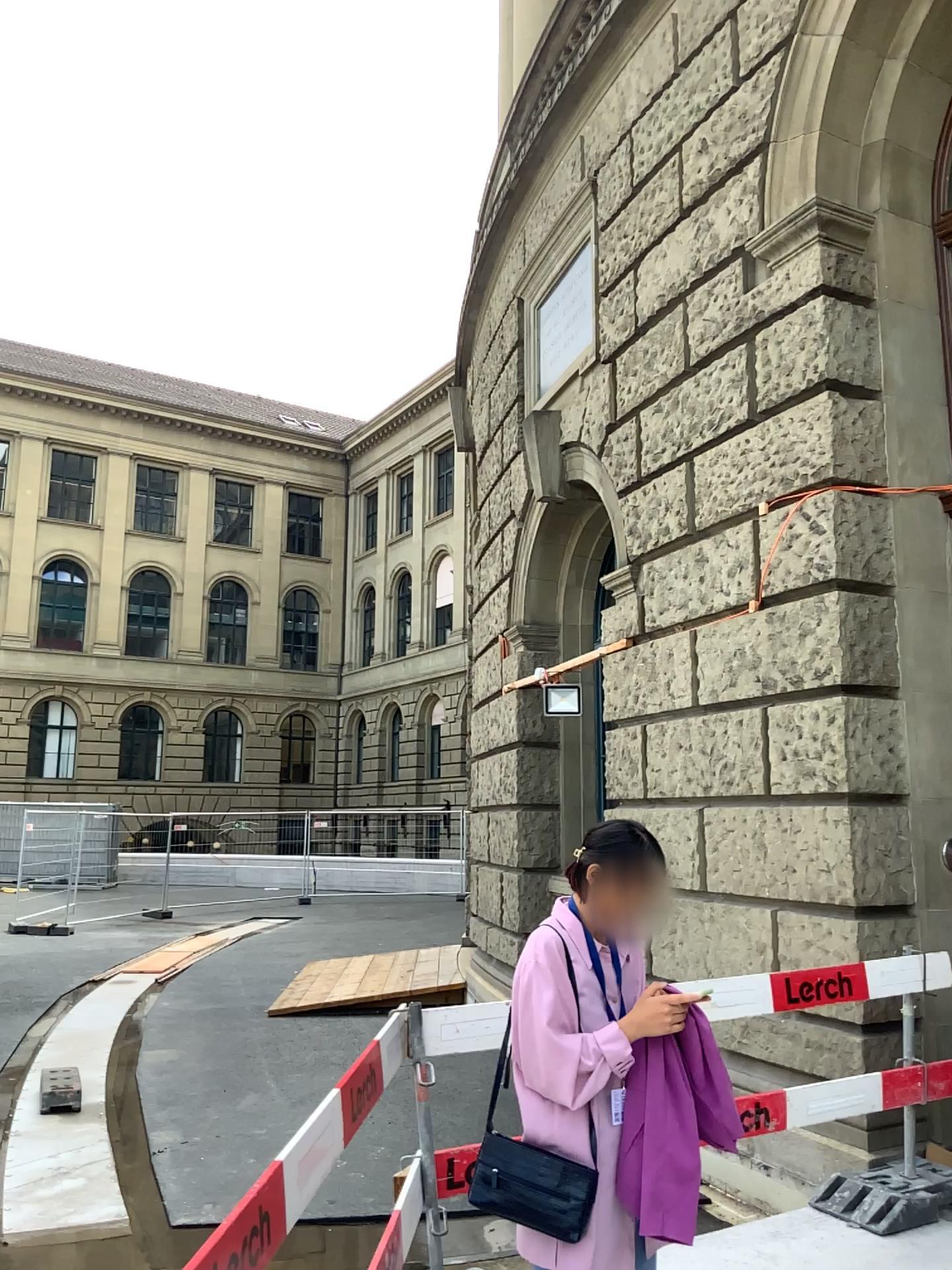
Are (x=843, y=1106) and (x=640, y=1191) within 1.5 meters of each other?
no

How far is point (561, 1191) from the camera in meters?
2.2

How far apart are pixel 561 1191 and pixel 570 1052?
0.3 meters

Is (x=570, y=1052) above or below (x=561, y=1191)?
above

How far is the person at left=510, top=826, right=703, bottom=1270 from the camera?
2.23m

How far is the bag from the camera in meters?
2.2 m
